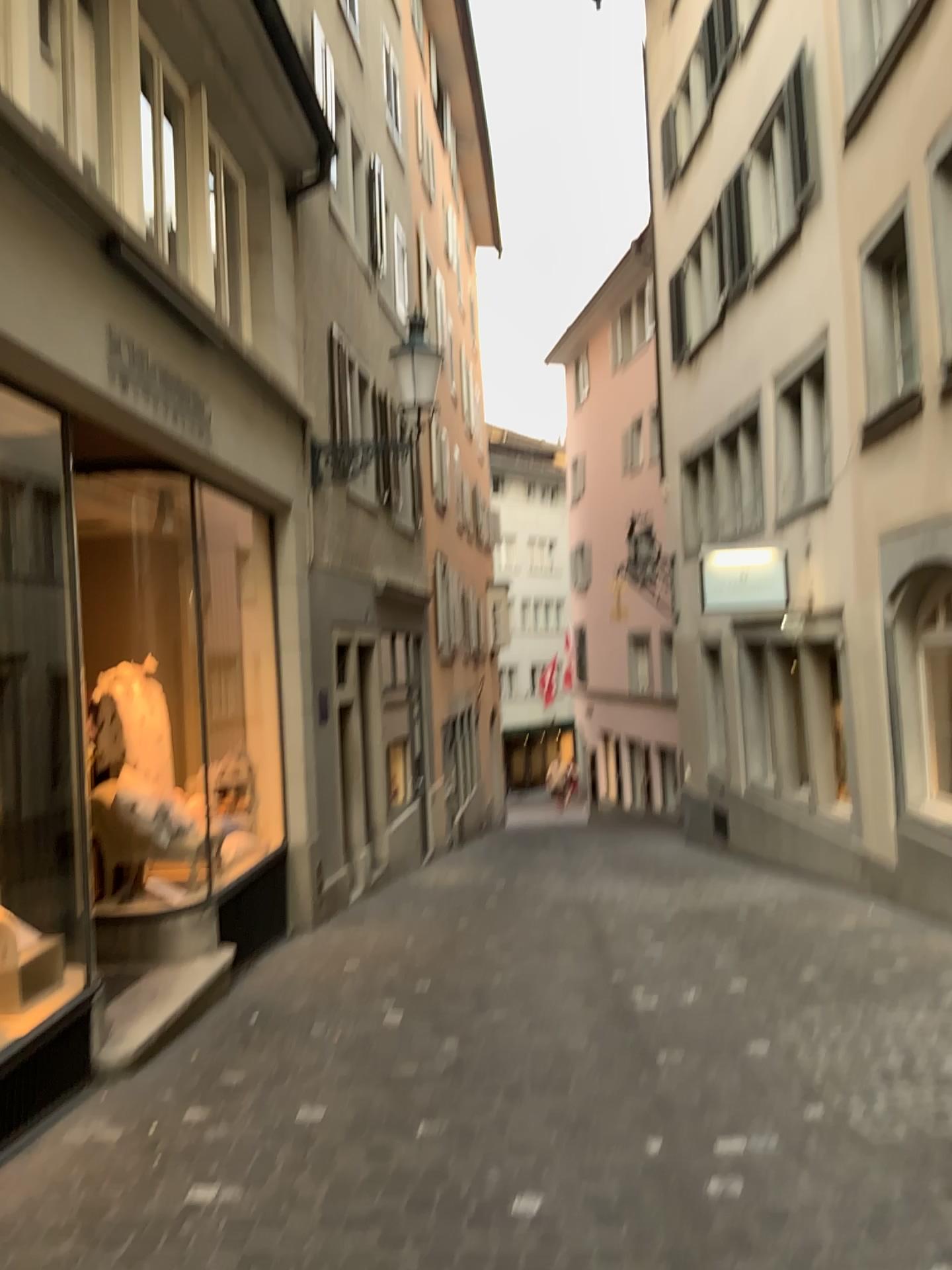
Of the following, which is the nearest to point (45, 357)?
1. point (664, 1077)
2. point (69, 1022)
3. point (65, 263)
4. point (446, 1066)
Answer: point (65, 263)
